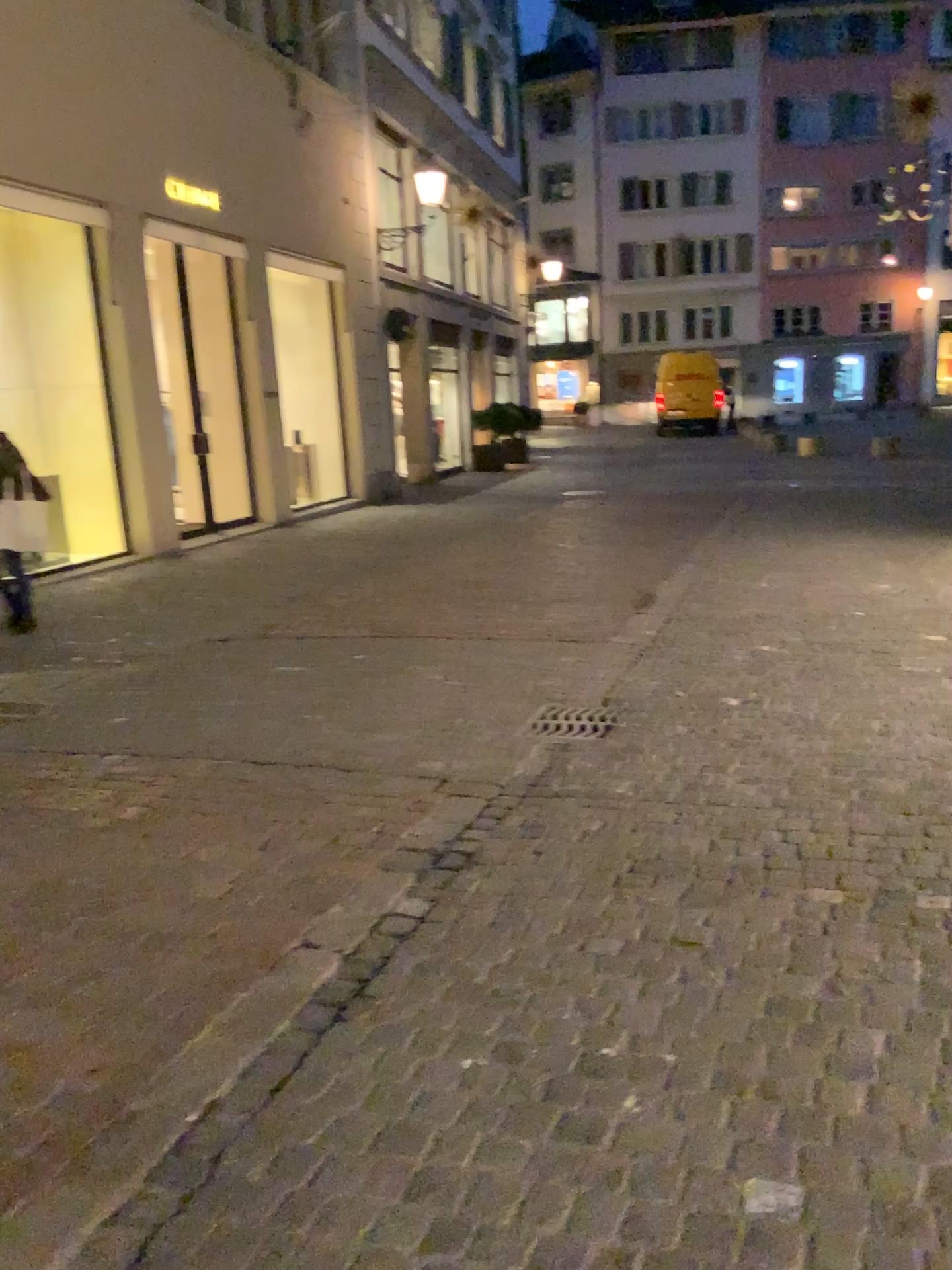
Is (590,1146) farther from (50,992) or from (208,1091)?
(50,992)
